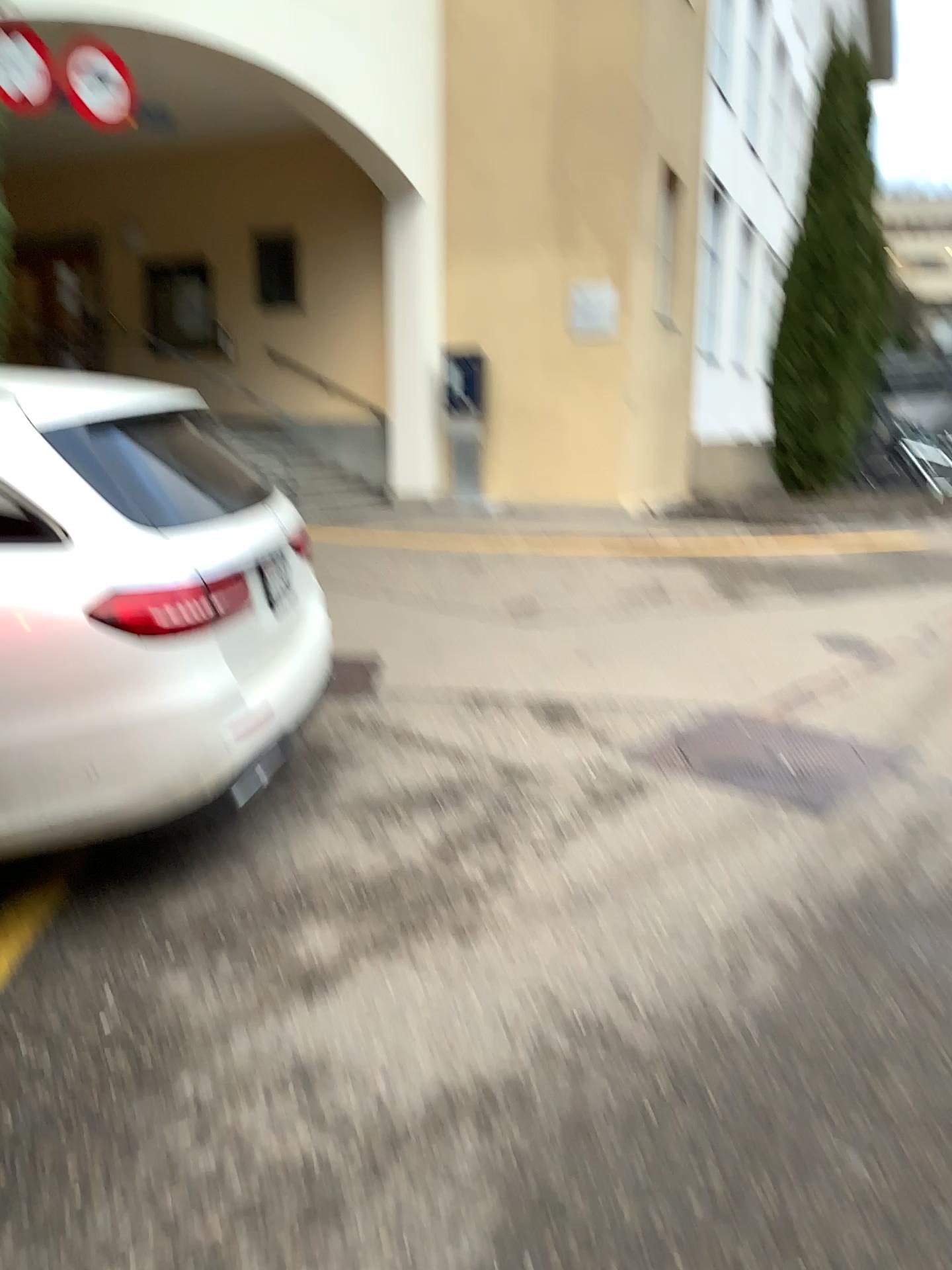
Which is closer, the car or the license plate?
the car

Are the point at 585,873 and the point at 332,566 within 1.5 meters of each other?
no

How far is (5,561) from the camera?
2.6 meters

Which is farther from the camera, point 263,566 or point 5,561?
point 263,566

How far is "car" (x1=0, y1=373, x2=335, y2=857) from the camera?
2.6m
